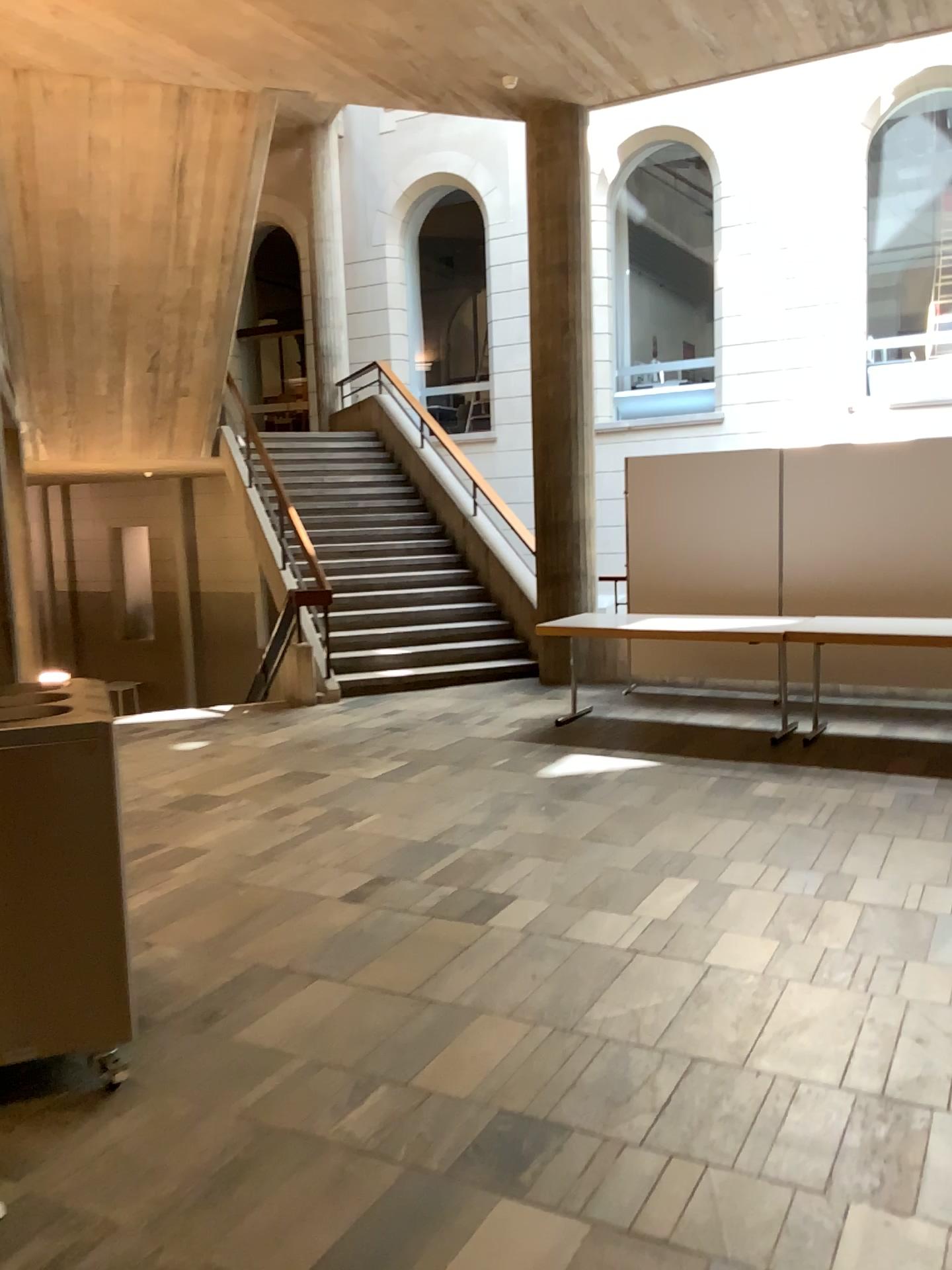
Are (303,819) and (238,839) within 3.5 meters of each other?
yes
